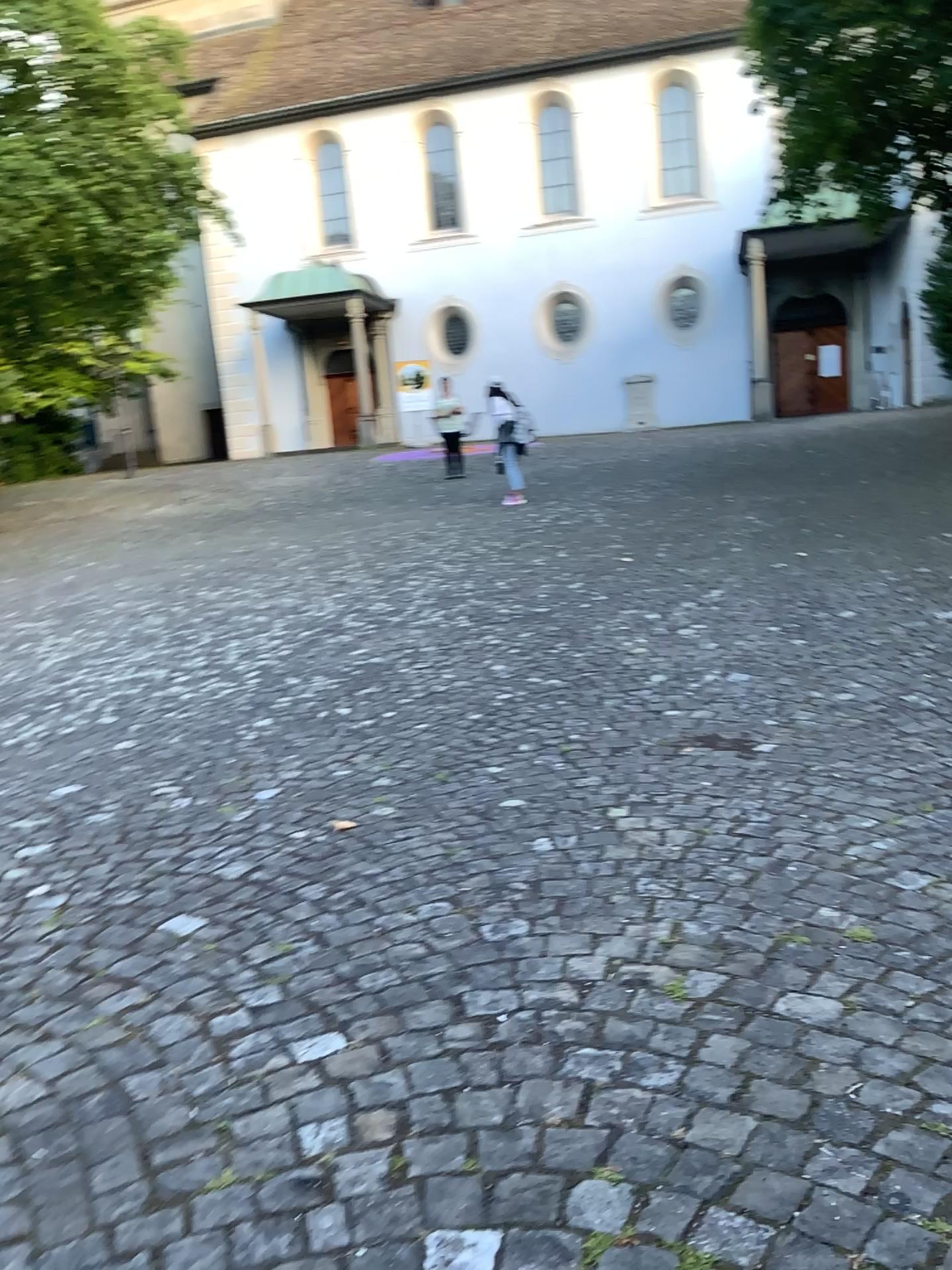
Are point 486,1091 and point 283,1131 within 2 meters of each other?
yes
